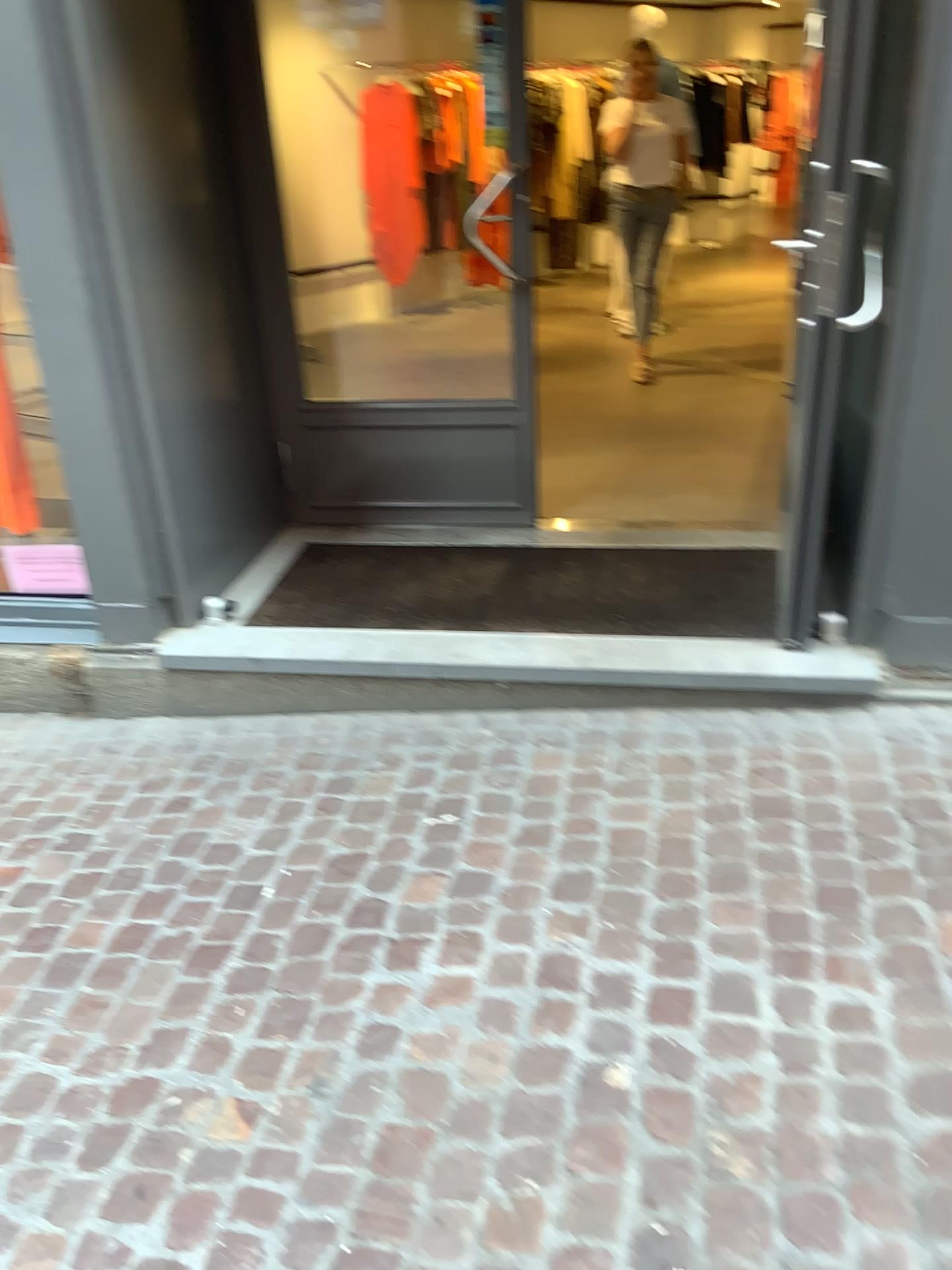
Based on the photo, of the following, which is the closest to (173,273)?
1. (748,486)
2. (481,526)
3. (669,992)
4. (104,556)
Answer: (104,556)
